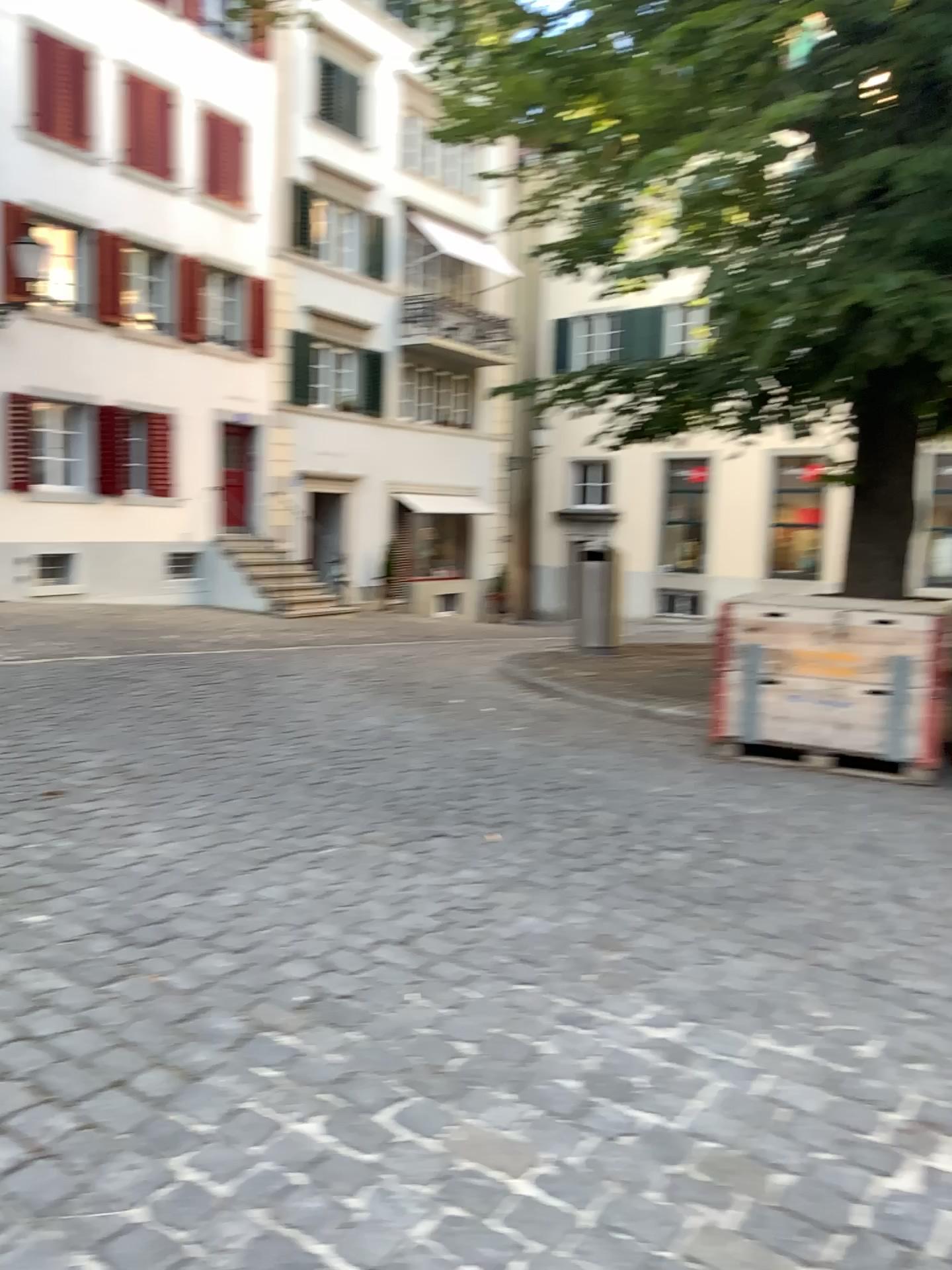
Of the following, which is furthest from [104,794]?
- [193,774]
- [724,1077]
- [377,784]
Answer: [724,1077]
